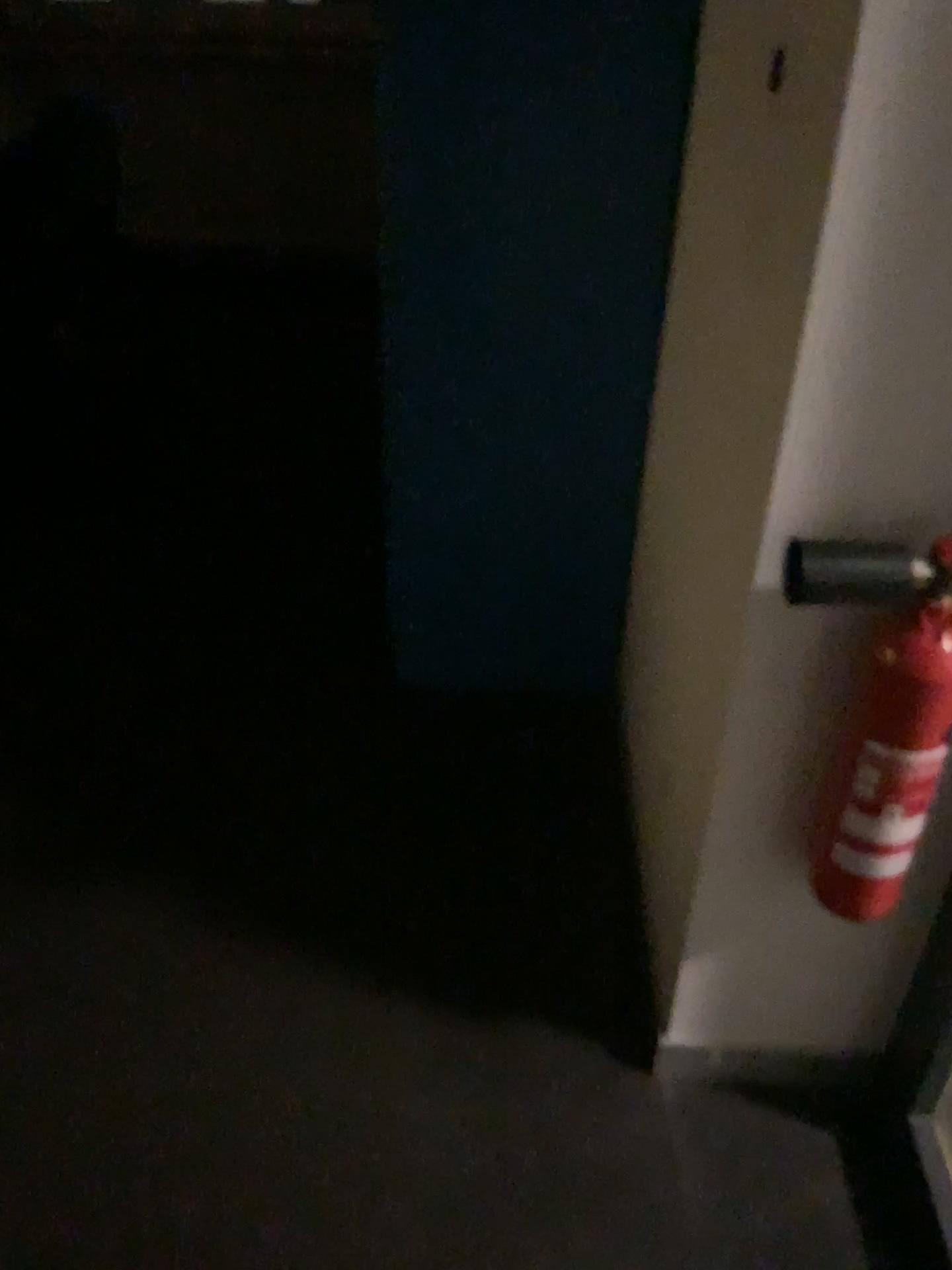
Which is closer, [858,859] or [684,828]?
[858,859]

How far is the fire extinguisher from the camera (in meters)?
1.07

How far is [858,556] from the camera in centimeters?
107cm
